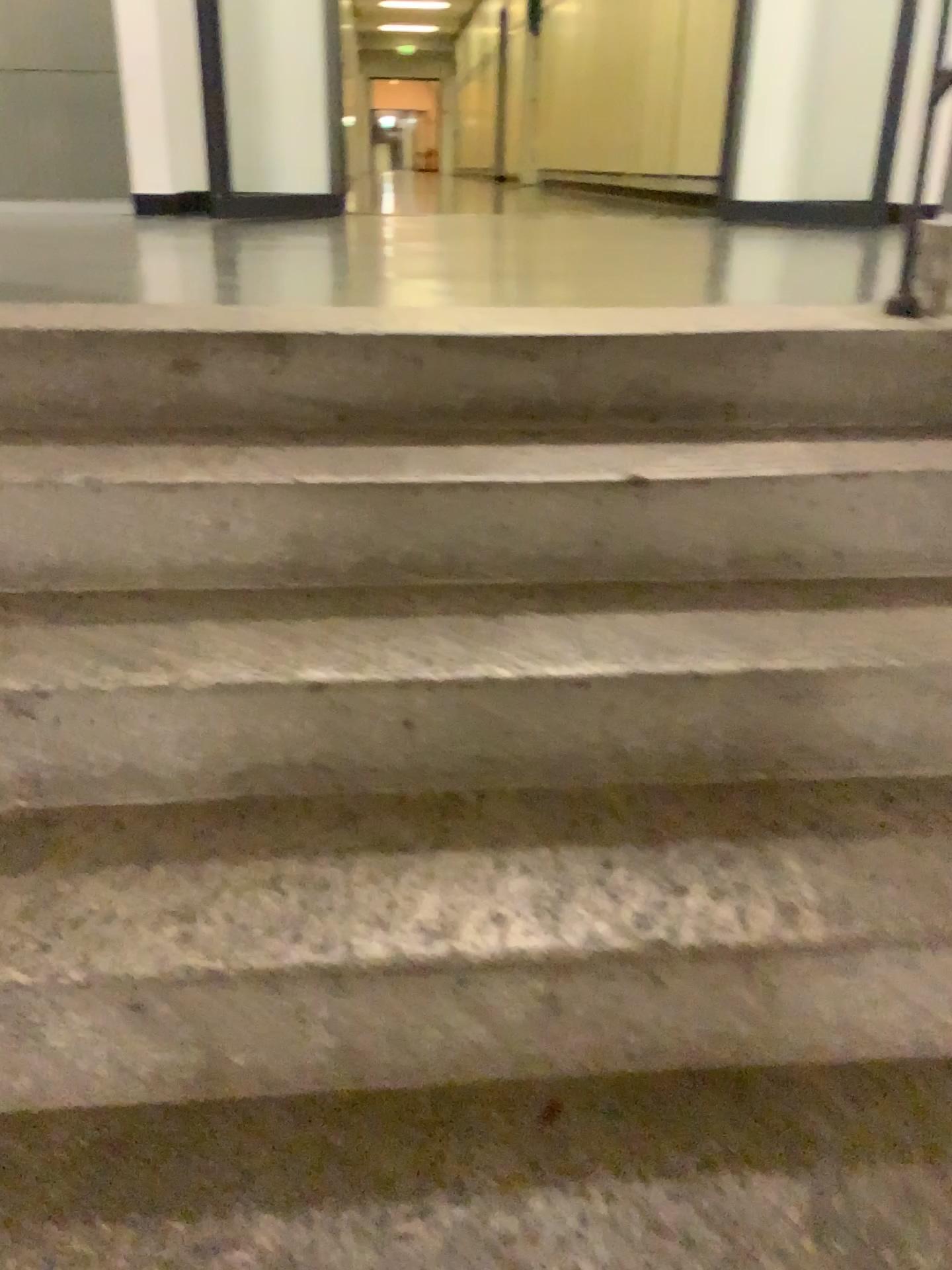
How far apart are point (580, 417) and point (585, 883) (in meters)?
0.83
